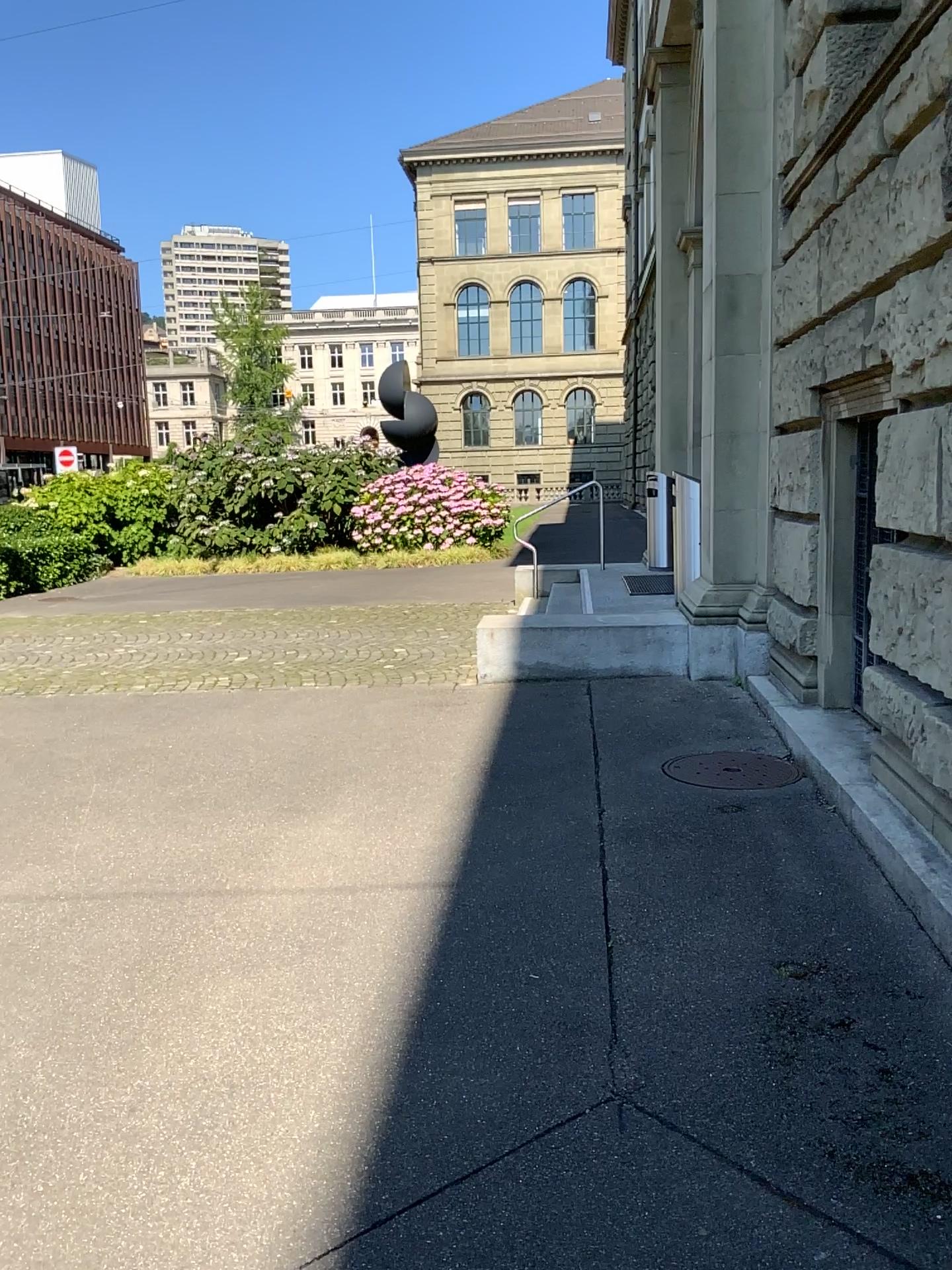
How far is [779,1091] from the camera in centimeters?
252cm
